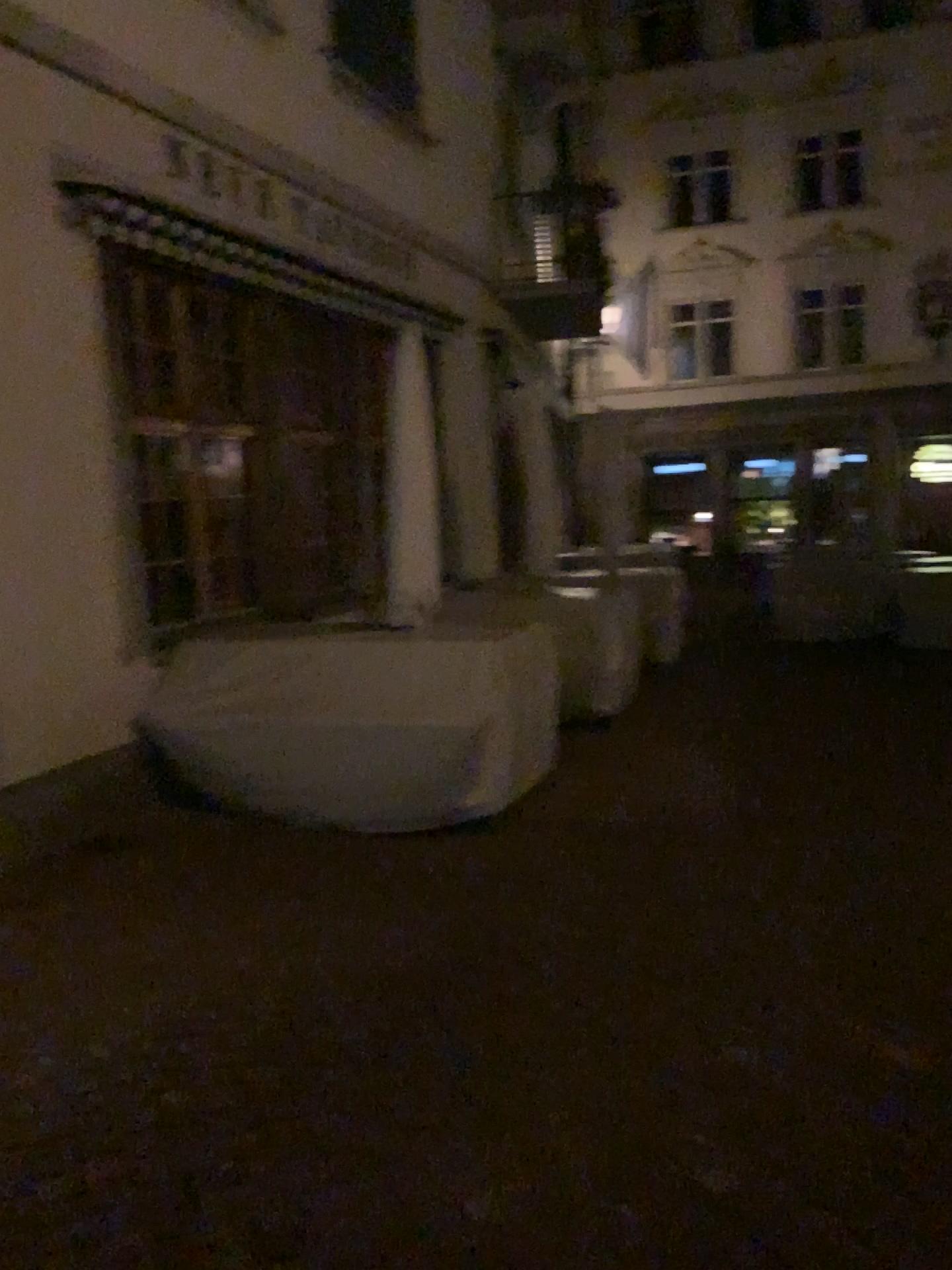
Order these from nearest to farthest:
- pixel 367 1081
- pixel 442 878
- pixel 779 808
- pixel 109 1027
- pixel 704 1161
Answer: pixel 704 1161
pixel 367 1081
pixel 109 1027
pixel 442 878
pixel 779 808
